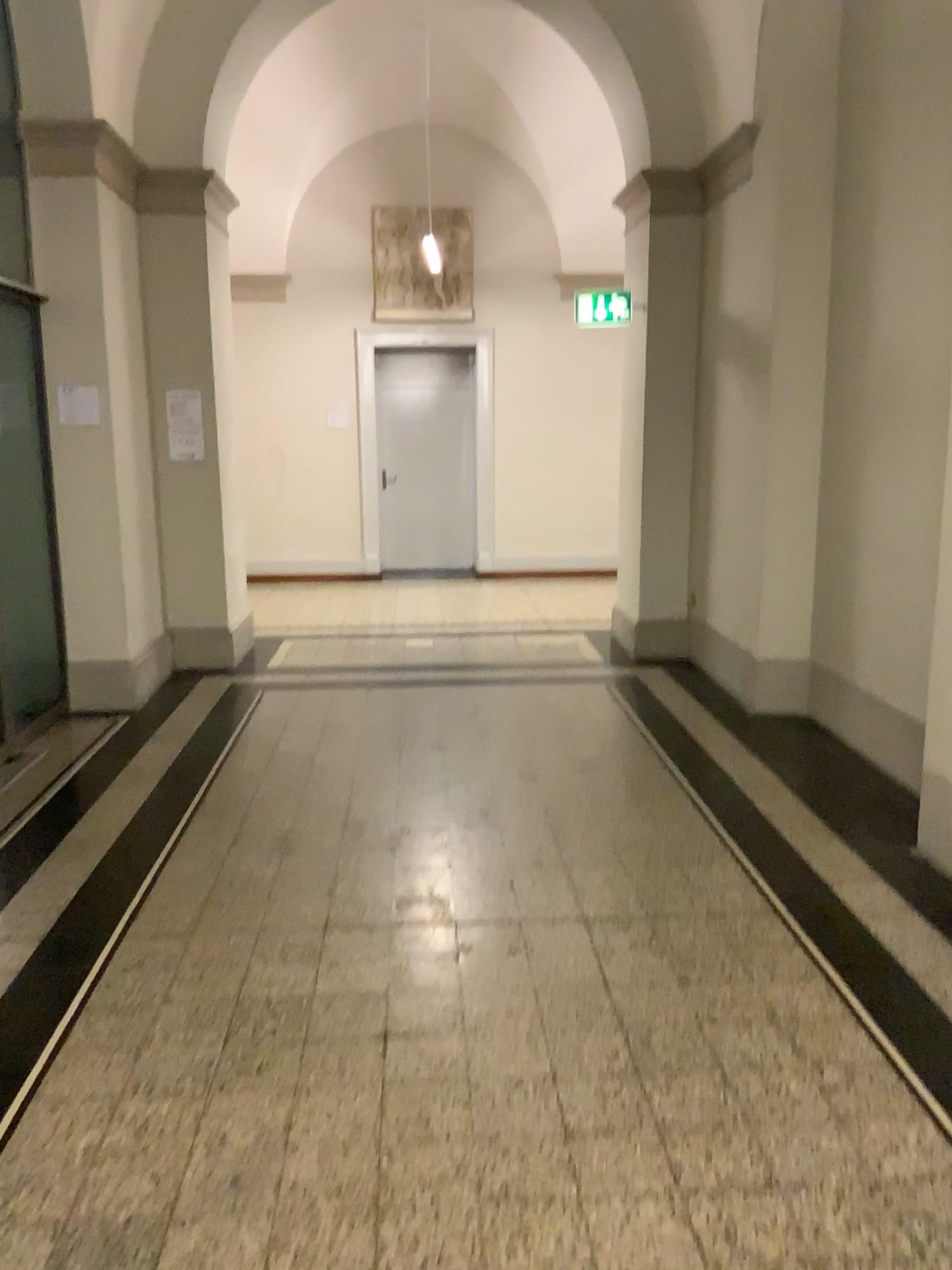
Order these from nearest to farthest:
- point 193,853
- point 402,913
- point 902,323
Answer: point 402,913 → point 193,853 → point 902,323
